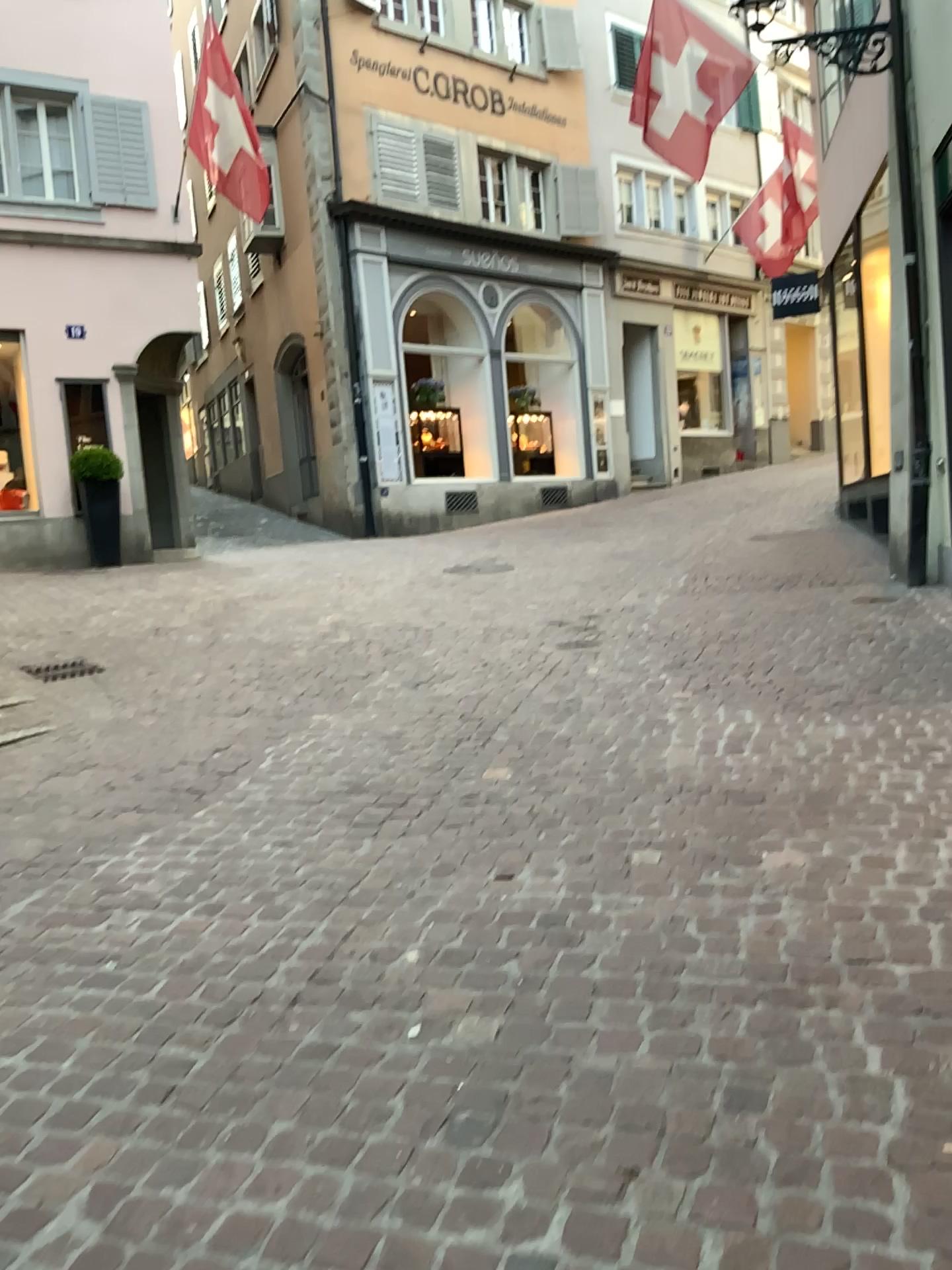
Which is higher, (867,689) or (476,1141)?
(867,689)
